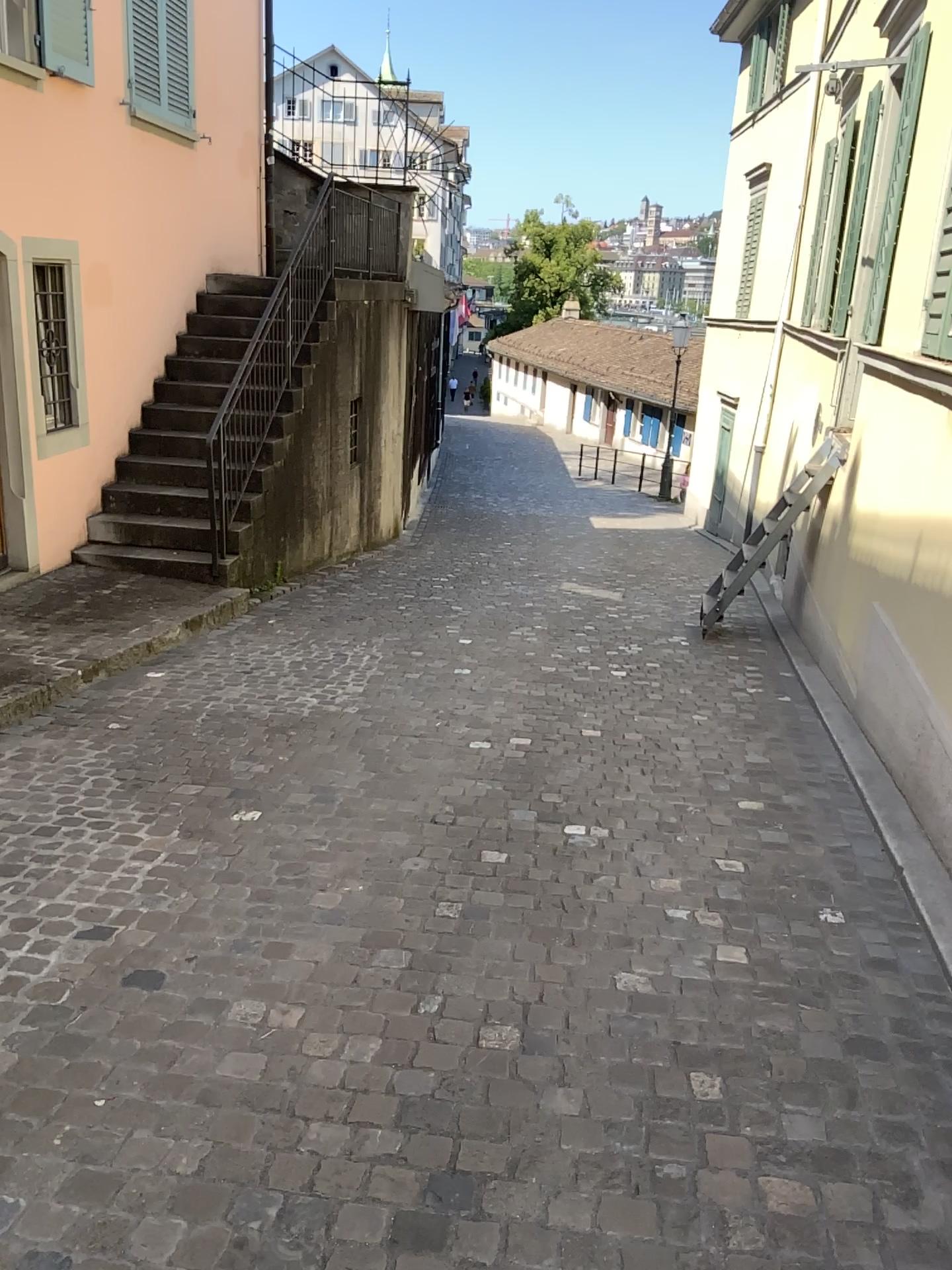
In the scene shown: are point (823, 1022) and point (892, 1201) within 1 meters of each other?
yes
